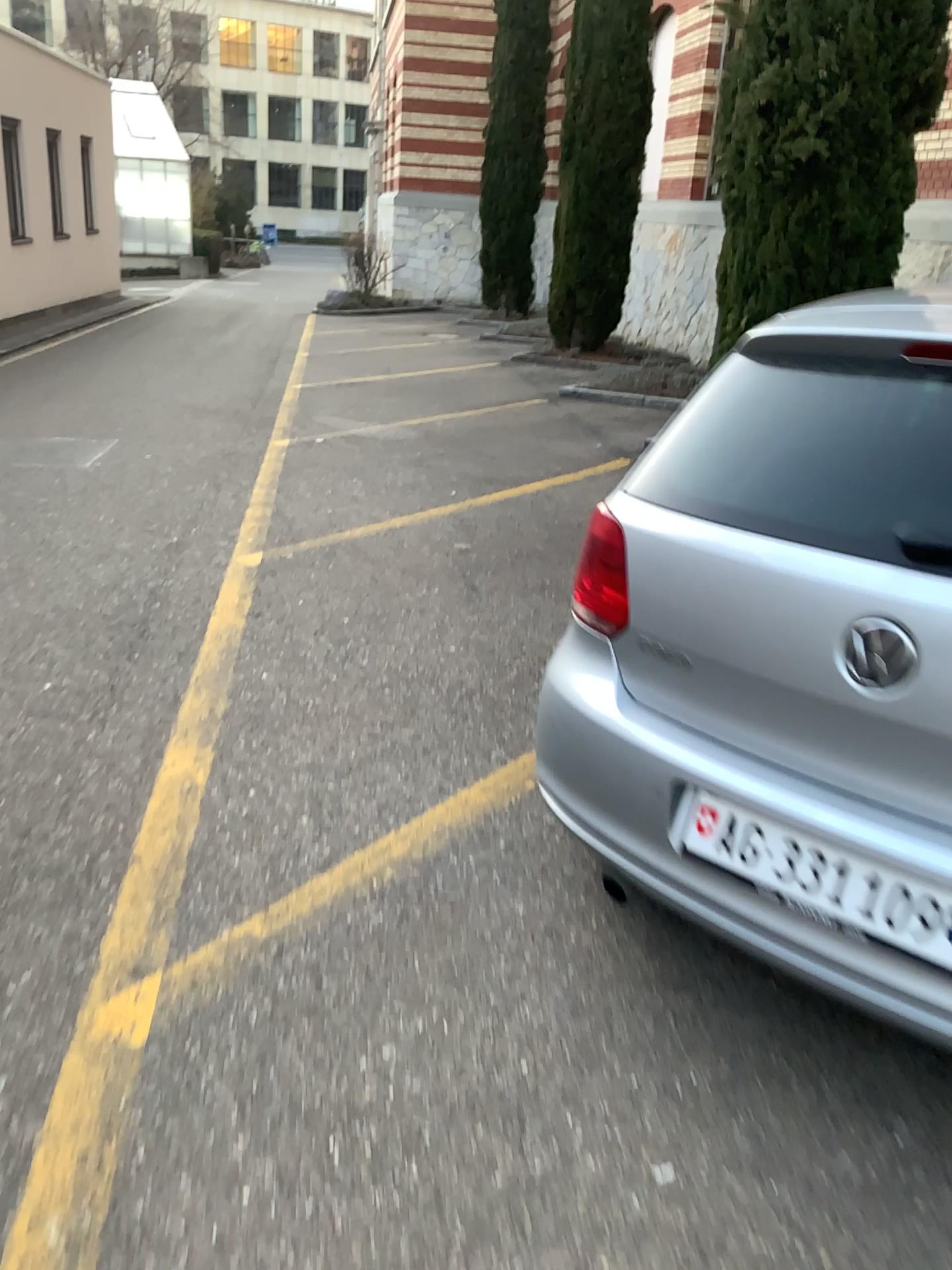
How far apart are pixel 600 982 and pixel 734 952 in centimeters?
34cm

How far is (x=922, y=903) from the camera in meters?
1.6

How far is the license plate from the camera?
1.6 meters

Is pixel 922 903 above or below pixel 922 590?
below
